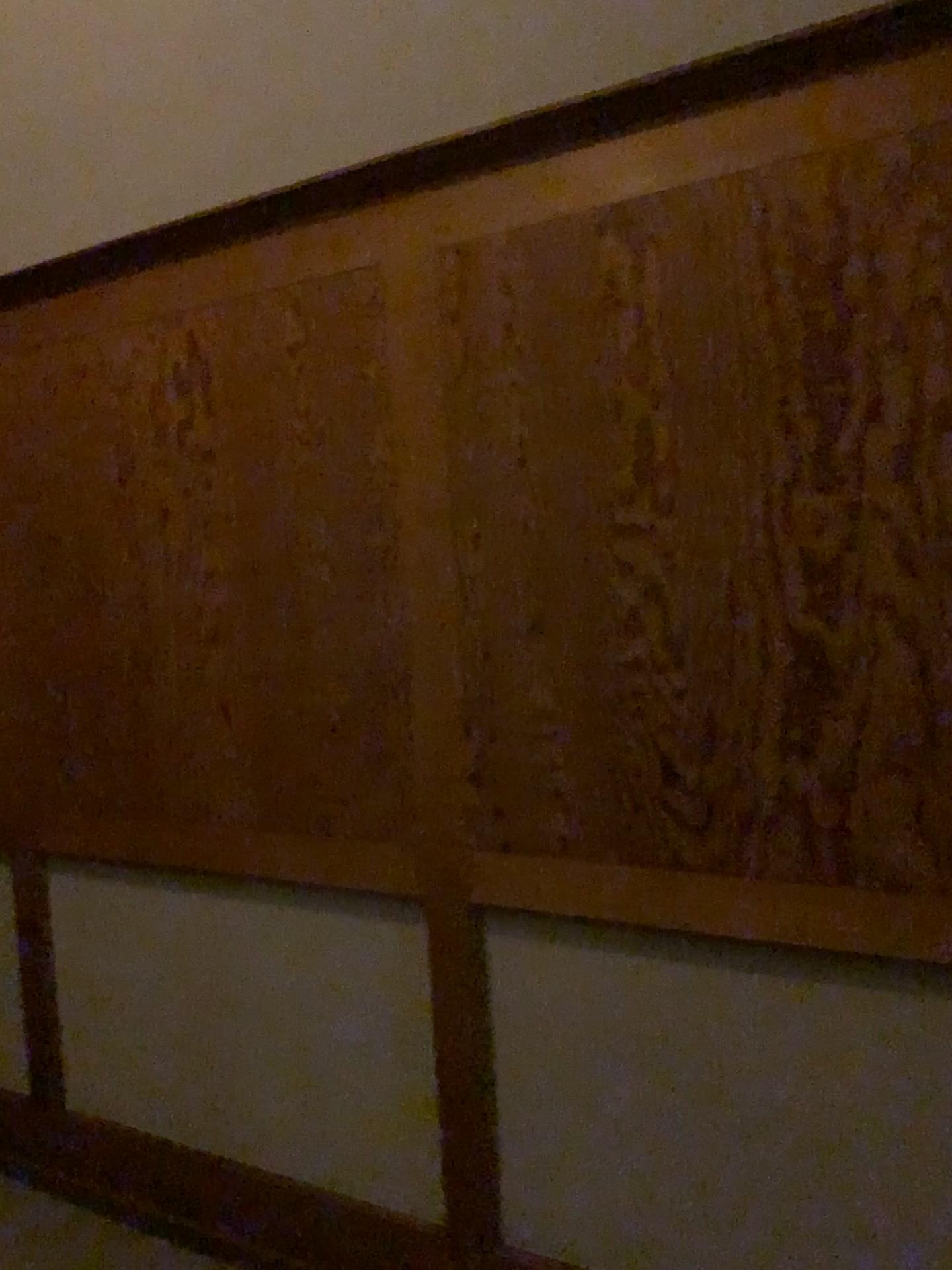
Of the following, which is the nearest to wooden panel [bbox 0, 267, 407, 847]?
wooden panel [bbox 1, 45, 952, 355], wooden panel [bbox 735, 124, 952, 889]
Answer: wooden panel [bbox 1, 45, 952, 355]

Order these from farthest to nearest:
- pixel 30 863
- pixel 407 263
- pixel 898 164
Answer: pixel 30 863, pixel 407 263, pixel 898 164

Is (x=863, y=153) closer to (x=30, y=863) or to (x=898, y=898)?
(x=898, y=898)

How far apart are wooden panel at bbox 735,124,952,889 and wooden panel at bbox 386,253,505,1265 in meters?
0.6

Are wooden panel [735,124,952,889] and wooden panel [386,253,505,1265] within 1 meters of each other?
yes

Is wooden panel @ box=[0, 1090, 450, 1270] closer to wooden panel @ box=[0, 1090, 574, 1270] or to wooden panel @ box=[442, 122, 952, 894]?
wooden panel @ box=[0, 1090, 574, 1270]

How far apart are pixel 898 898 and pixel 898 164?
1.1 meters

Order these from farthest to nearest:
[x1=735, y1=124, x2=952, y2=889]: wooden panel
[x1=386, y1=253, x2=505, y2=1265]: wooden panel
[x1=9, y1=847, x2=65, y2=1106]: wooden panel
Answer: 1. [x1=9, y1=847, x2=65, y2=1106]: wooden panel
2. [x1=386, y1=253, x2=505, y2=1265]: wooden panel
3. [x1=735, y1=124, x2=952, y2=889]: wooden panel

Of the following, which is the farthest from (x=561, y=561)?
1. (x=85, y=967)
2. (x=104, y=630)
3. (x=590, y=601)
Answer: (x=85, y=967)

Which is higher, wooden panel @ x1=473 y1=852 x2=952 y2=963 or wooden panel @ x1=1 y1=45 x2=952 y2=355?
wooden panel @ x1=1 y1=45 x2=952 y2=355
